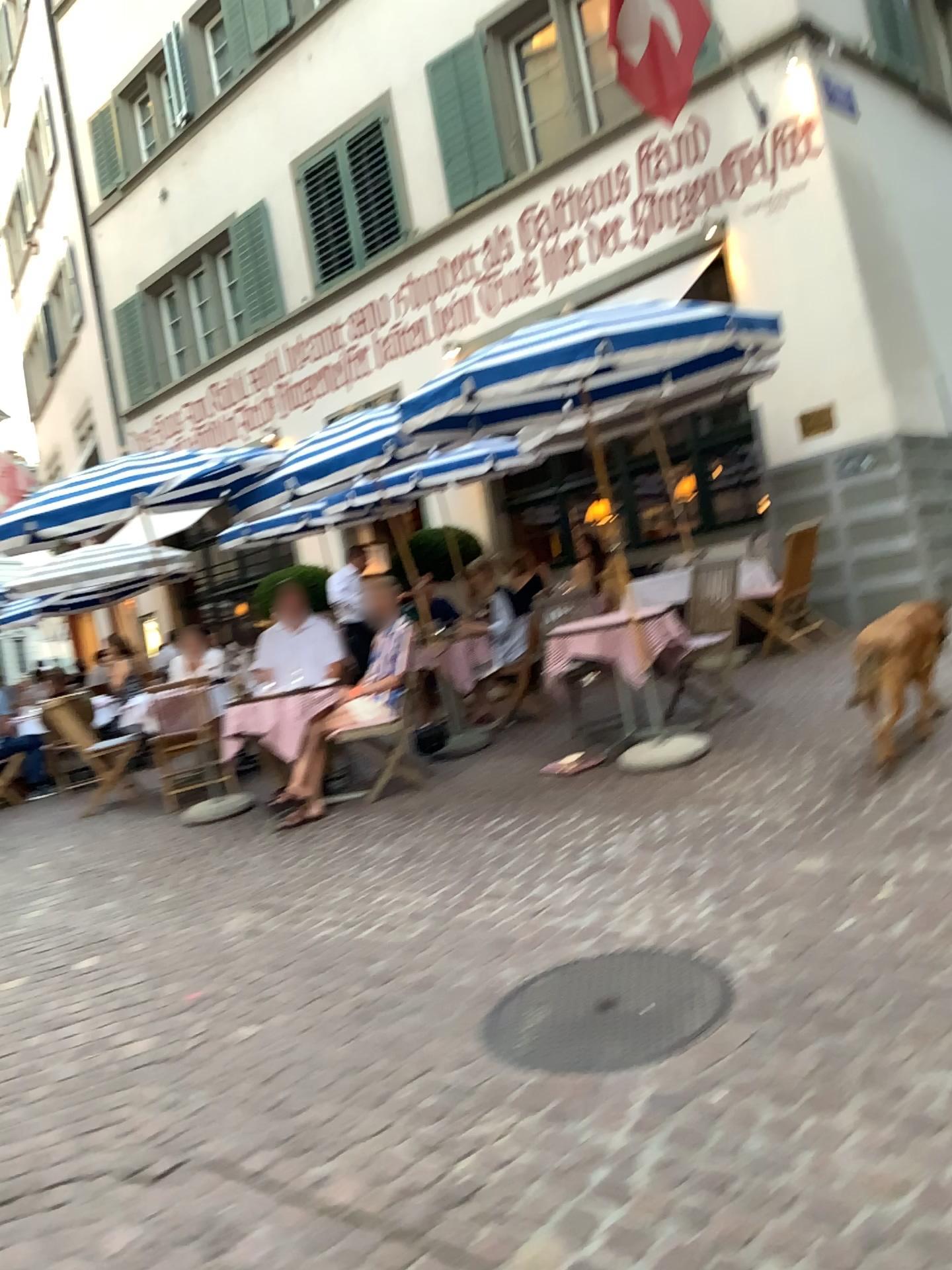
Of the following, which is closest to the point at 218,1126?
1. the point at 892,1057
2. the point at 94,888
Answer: the point at 892,1057
